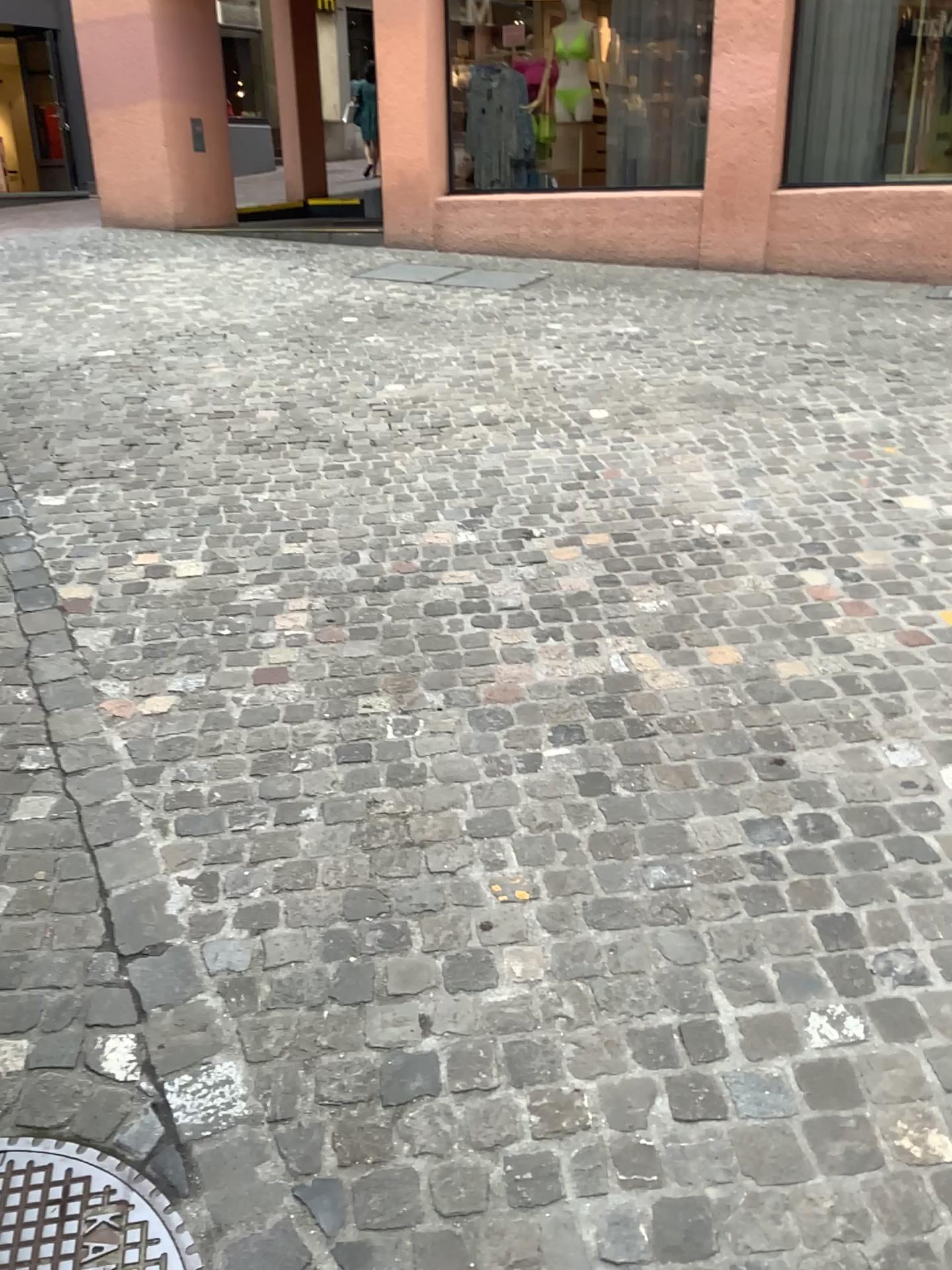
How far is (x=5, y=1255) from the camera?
1.5 meters

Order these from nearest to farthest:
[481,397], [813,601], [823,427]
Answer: [813,601]
[823,427]
[481,397]

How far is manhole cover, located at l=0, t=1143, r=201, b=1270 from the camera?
1.5m
